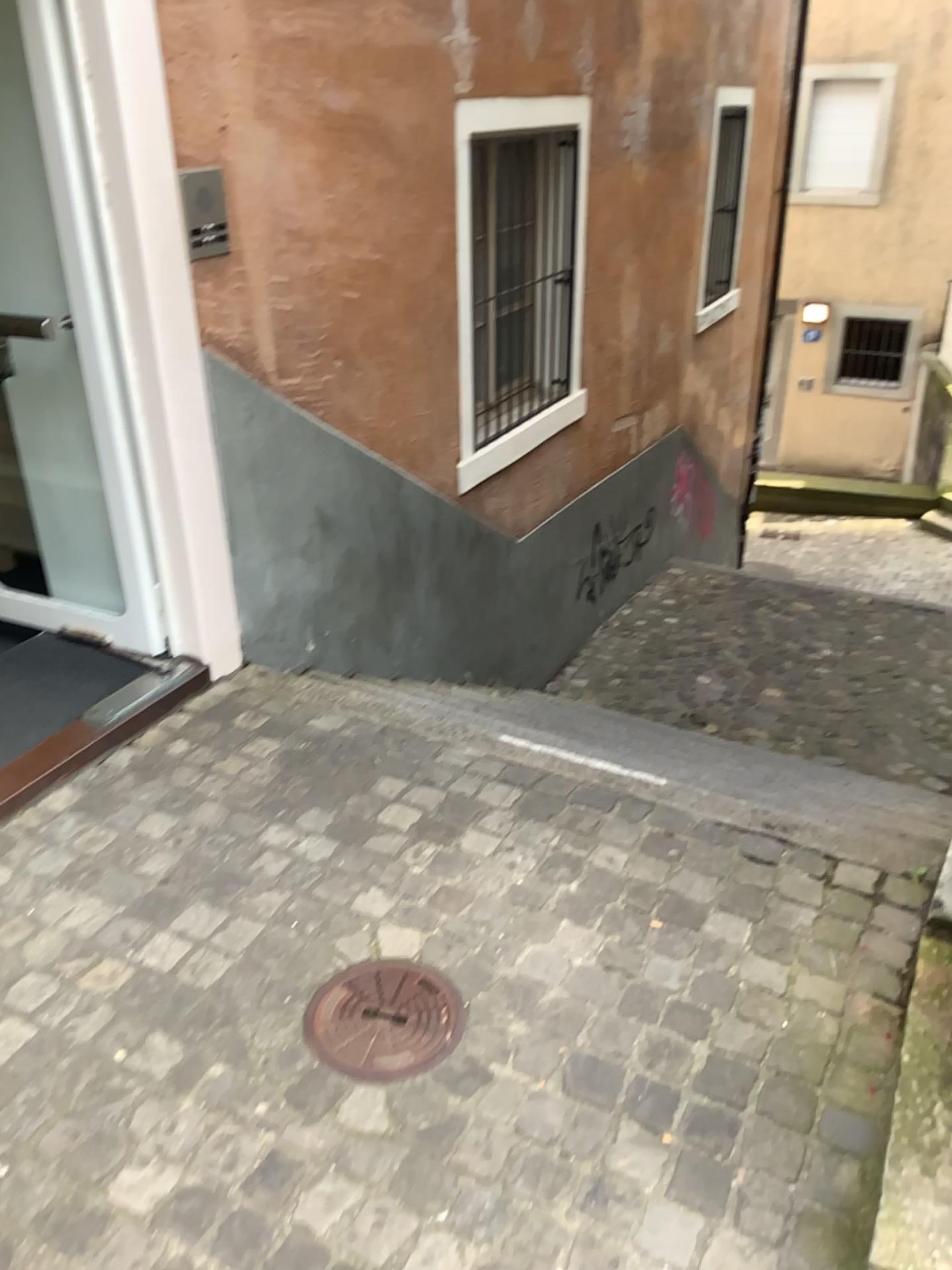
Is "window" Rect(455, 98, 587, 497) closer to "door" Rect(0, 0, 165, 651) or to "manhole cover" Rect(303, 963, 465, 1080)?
"door" Rect(0, 0, 165, 651)

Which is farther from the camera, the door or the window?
the window

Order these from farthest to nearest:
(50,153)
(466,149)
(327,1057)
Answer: (466,149), (50,153), (327,1057)

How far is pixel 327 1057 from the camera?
1.9 meters

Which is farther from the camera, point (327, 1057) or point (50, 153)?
point (50, 153)

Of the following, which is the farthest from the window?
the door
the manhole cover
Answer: the manhole cover

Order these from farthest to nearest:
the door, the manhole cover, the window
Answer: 1. the window
2. the door
3. the manhole cover

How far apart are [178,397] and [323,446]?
0.8 meters

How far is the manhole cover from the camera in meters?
1.9 m

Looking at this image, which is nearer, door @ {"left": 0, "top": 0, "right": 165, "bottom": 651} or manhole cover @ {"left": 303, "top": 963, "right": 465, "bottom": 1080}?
manhole cover @ {"left": 303, "top": 963, "right": 465, "bottom": 1080}
